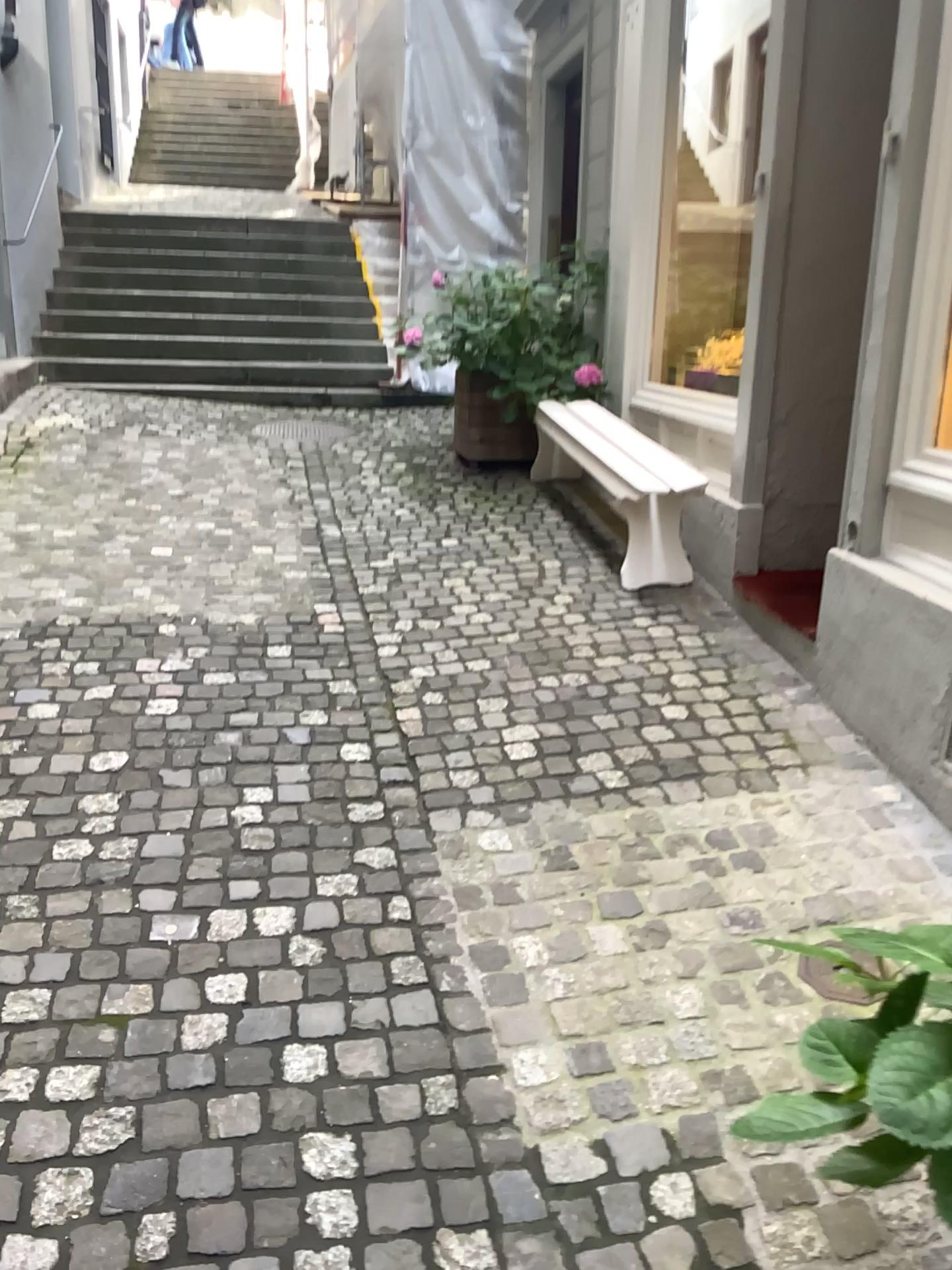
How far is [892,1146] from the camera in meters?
1.1

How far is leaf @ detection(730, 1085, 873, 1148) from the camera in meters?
1.2 m

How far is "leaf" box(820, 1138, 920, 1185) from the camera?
1.1m

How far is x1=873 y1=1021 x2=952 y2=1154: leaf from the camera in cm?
103

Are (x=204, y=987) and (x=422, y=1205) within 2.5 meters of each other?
yes

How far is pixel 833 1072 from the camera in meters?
1.3 m

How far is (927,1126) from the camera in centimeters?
103cm

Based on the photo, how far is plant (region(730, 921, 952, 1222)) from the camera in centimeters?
105cm

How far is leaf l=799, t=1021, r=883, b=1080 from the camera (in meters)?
1.26
